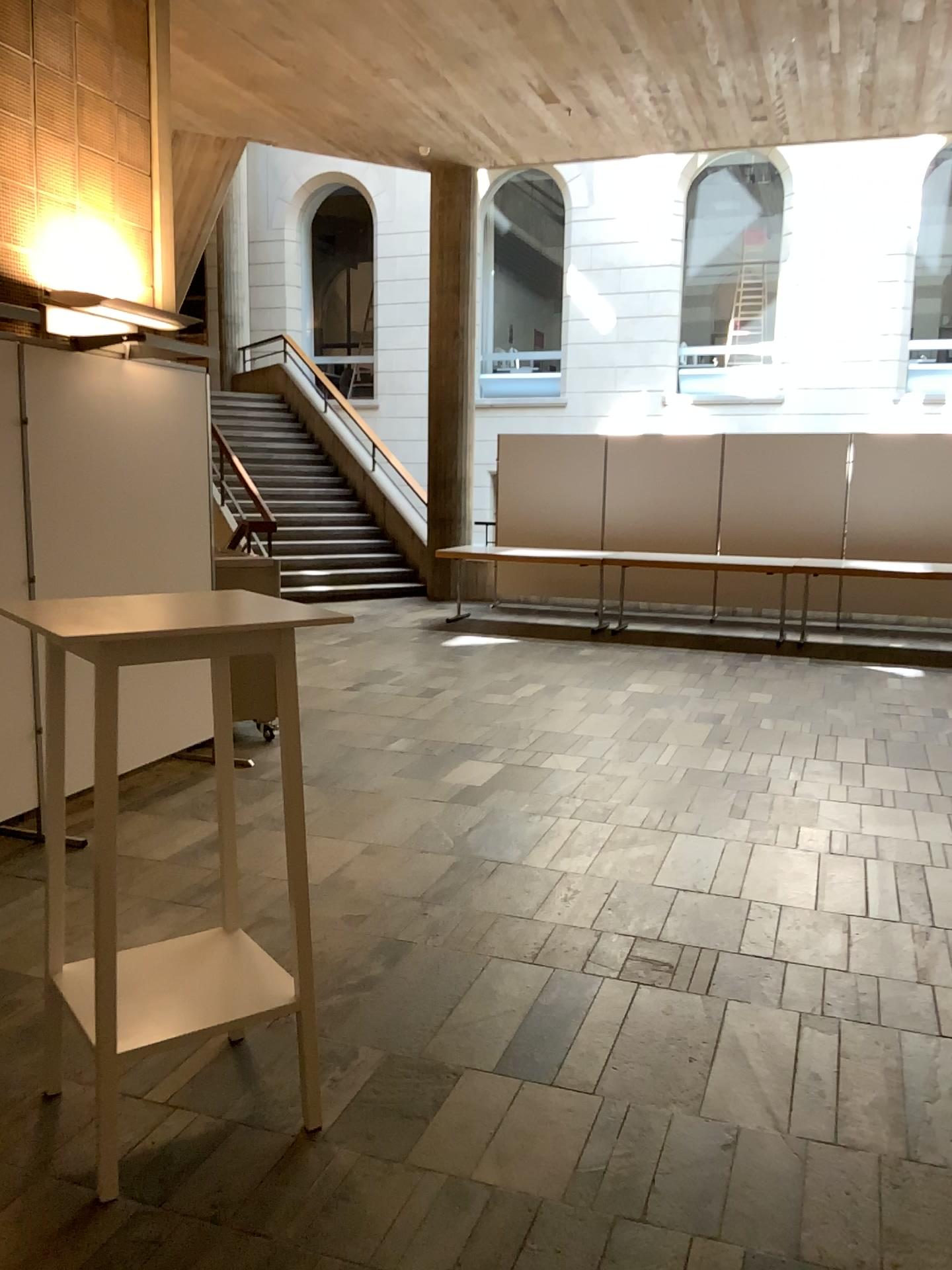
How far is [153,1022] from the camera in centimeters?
226cm

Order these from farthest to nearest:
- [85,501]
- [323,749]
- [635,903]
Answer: [323,749]
[85,501]
[635,903]

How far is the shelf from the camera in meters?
2.3 m
